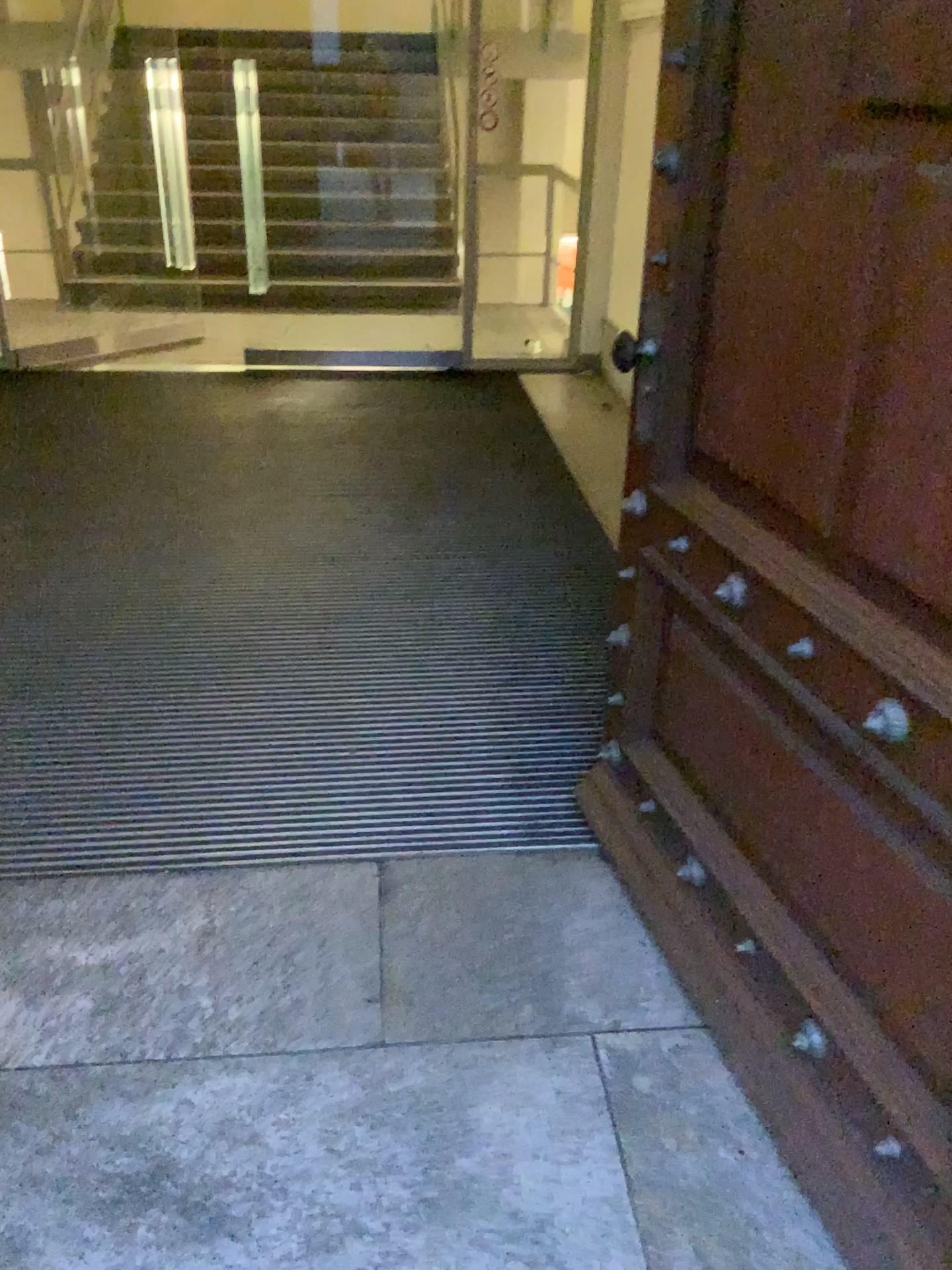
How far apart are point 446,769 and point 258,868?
0.5 meters

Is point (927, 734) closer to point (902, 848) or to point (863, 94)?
point (902, 848)

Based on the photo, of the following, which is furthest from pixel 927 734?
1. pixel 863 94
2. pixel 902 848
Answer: pixel 863 94

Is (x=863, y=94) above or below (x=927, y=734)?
above
